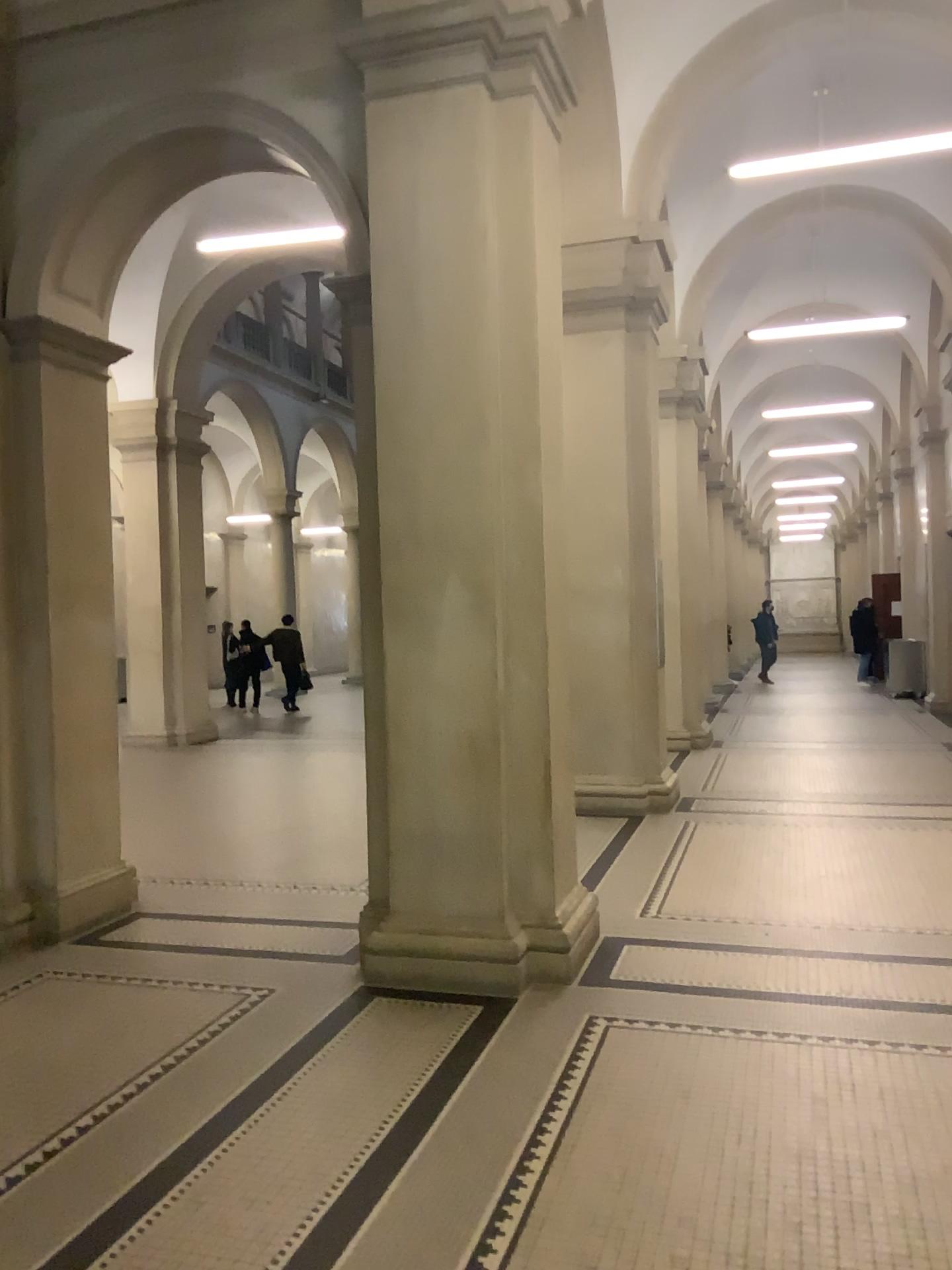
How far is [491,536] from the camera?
4.56m

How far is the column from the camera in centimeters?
456cm

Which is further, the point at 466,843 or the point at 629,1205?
the point at 466,843
